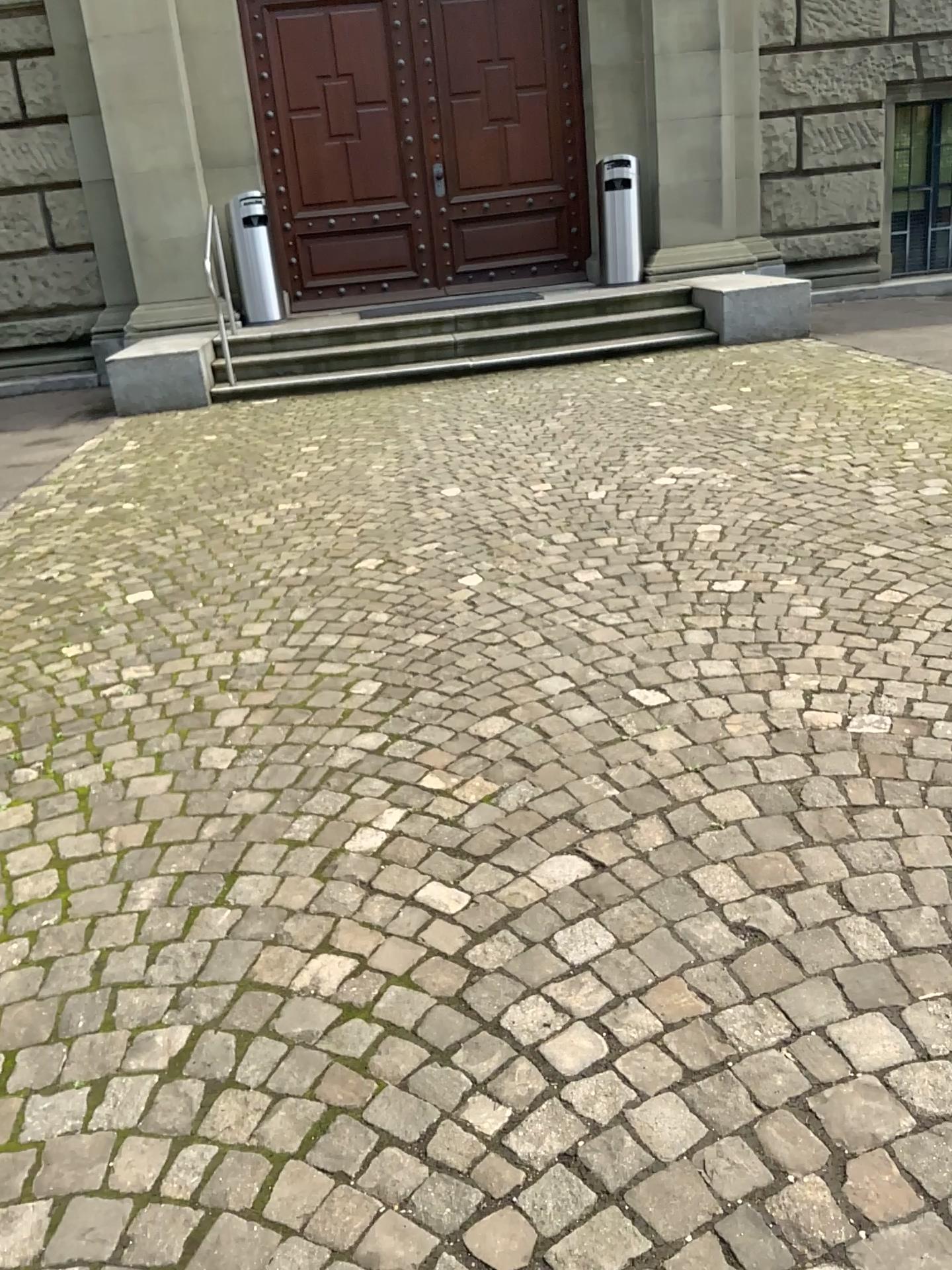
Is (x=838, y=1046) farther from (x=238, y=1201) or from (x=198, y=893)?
(x=198, y=893)
